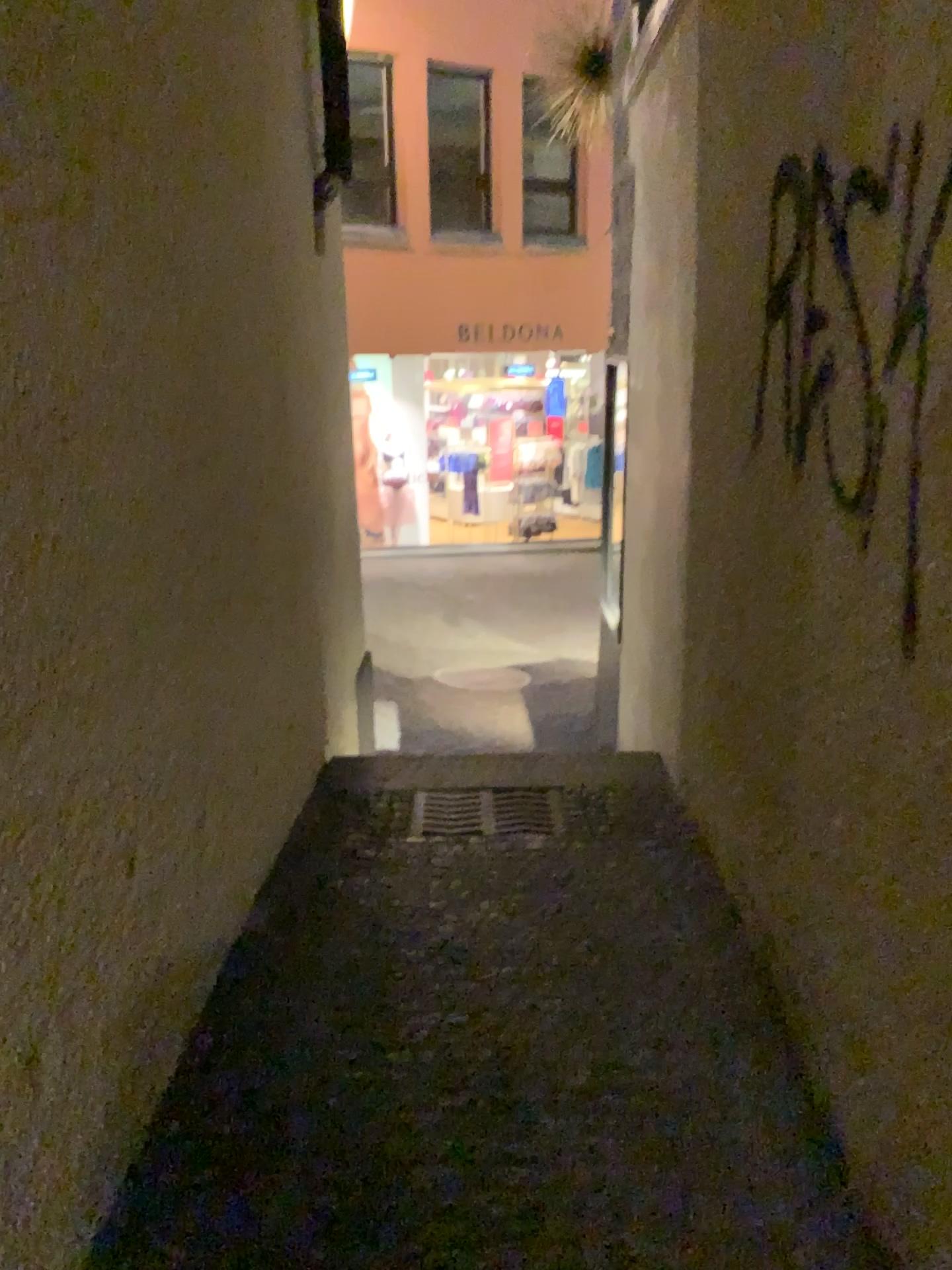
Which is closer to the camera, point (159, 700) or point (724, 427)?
point (159, 700)
